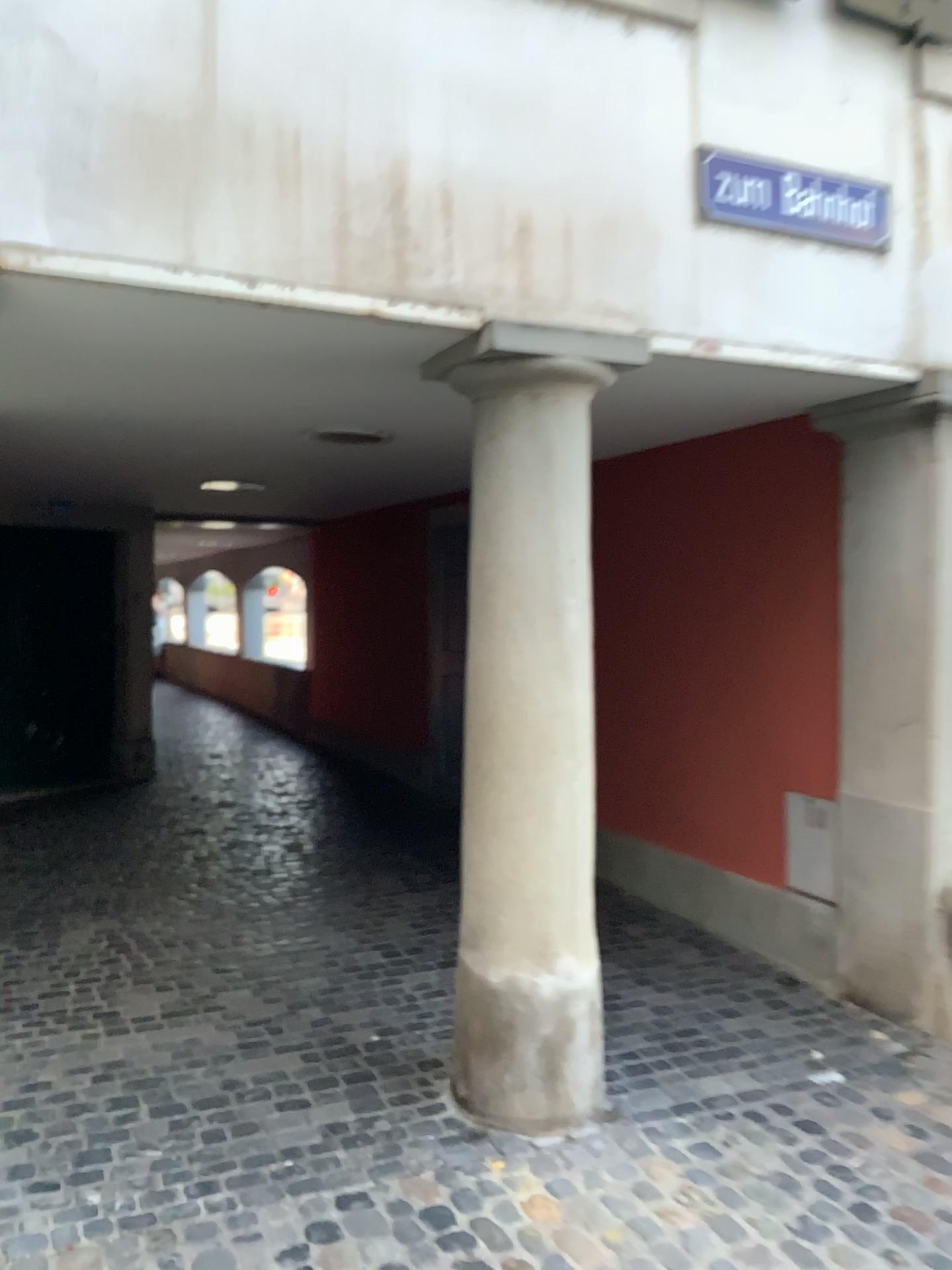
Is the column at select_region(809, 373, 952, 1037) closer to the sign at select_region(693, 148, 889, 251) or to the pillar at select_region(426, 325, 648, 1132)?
the sign at select_region(693, 148, 889, 251)

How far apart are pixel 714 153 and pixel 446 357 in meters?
1.0

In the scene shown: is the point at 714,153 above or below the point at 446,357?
above

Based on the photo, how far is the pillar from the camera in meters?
3.0 m

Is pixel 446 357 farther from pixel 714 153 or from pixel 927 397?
pixel 927 397

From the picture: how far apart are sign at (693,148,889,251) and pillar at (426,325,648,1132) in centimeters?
53cm

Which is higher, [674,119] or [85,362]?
[674,119]

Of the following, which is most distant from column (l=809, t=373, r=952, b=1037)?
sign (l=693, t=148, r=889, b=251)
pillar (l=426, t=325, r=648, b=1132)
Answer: pillar (l=426, t=325, r=648, b=1132)

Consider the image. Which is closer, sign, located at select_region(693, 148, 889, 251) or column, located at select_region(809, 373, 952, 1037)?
sign, located at select_region(693, 148, 889, 251)

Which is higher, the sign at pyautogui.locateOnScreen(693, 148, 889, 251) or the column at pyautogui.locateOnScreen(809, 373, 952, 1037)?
the sign at pyautogui.locateOnScreen(693, 148, 889, 251)
